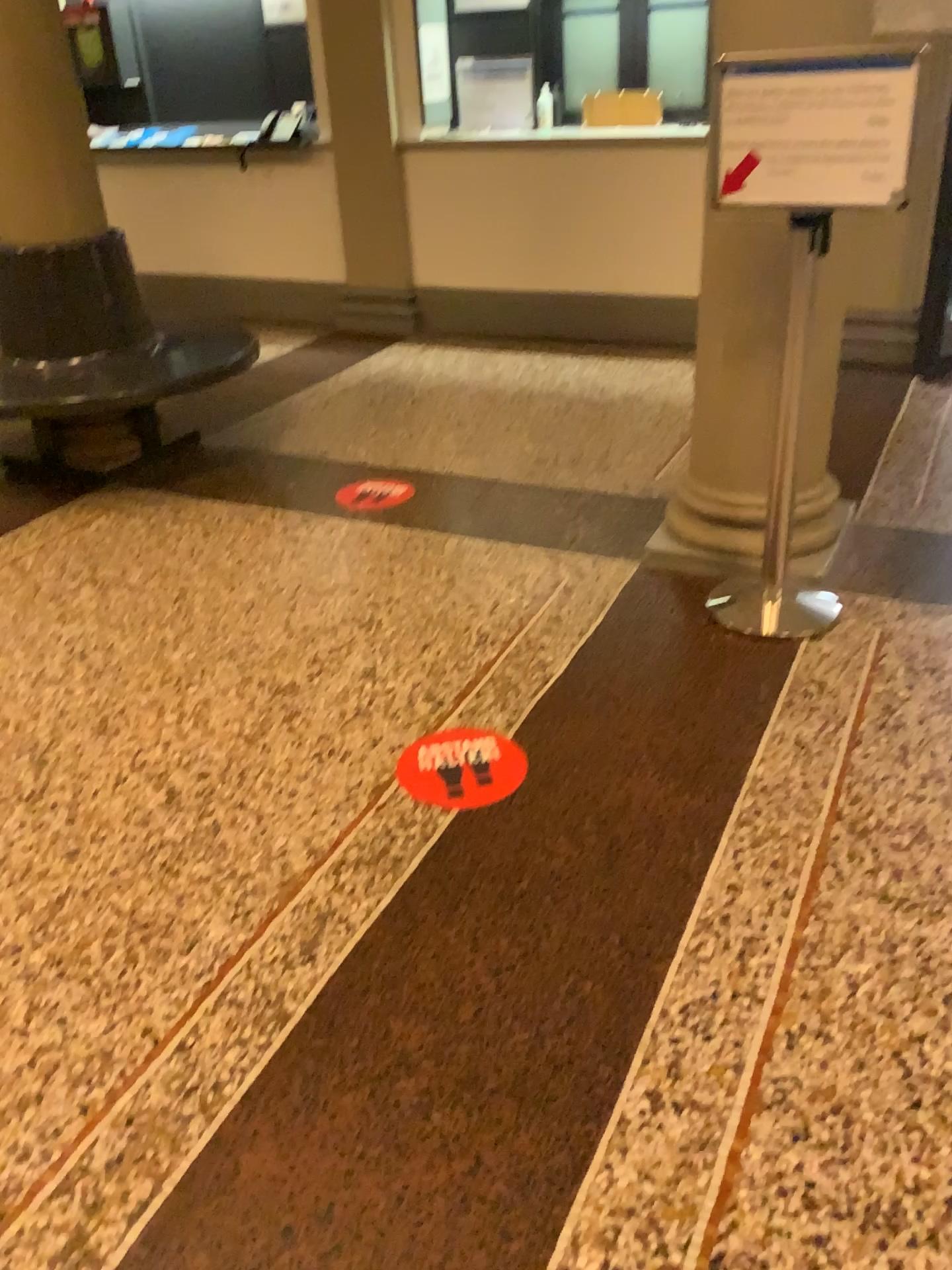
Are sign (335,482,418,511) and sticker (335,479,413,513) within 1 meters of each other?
yes

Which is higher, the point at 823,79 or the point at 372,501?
the point at 823,79

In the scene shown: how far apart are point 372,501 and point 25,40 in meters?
1.9 m

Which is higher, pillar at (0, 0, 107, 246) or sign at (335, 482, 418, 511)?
pillar at (0, 0, 107, 246)

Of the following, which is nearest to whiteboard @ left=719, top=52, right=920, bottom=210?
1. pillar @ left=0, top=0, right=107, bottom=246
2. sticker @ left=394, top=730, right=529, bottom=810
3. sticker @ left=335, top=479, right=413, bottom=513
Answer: sticker @ left=394, top=730, right=529, bottom=810

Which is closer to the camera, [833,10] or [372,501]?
[833,10]

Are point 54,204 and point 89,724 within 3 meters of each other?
yes

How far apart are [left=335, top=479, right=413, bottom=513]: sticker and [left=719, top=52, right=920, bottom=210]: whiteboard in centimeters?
174cm

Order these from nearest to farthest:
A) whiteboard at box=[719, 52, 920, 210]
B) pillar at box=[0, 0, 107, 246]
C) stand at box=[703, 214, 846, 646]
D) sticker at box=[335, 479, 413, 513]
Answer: whiteboard at box=[719, 52, 920, 210]
stand at box=[703, 214, 846, 646]
pillar at box=[0, 0, 107, 246]
sticker at box=[335, 479, 413, 513]

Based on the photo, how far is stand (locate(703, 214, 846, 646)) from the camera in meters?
2.8
